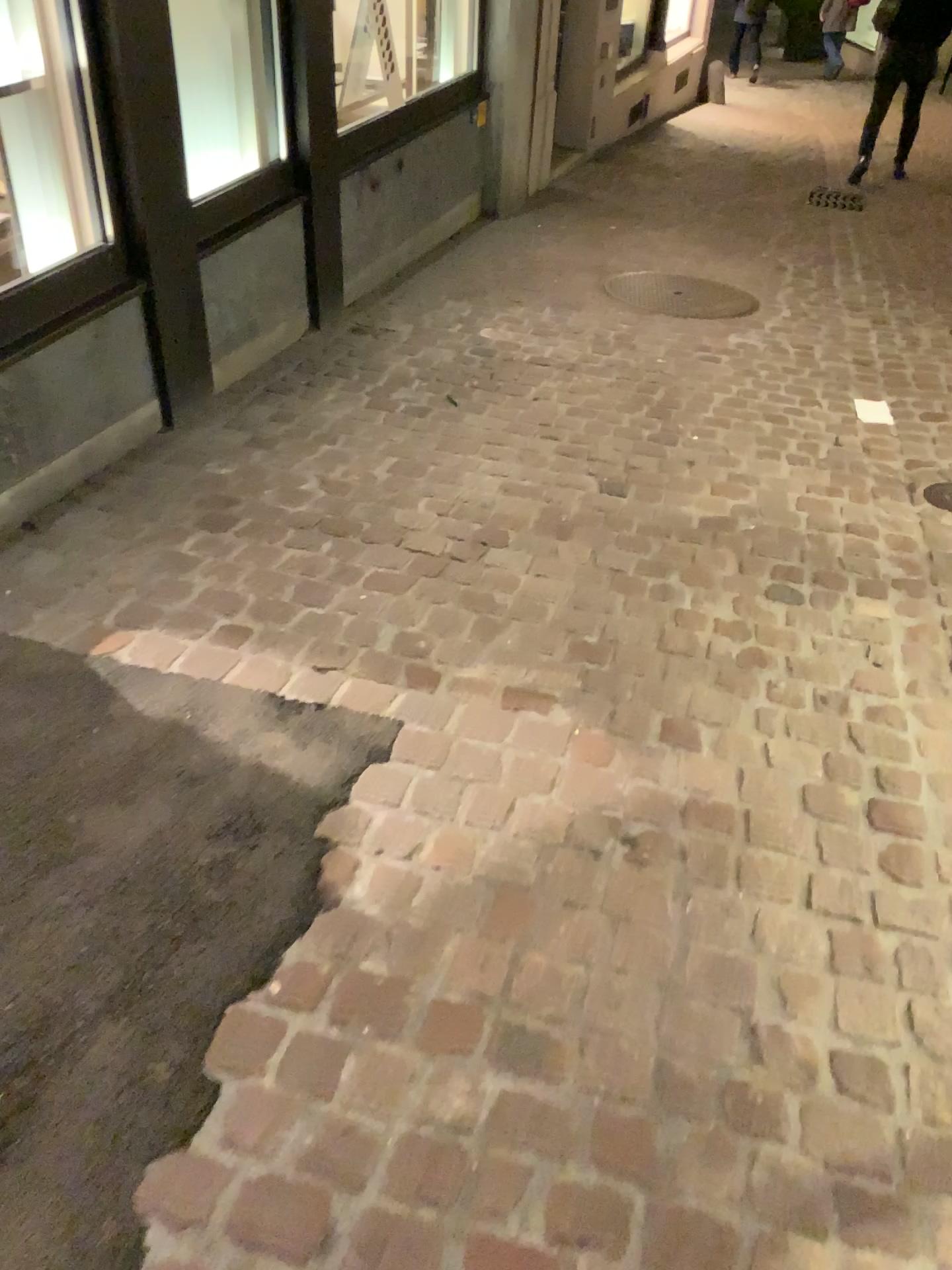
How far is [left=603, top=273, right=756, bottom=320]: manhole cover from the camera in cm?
457

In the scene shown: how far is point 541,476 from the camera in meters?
3.0 m

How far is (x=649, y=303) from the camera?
4.6m
